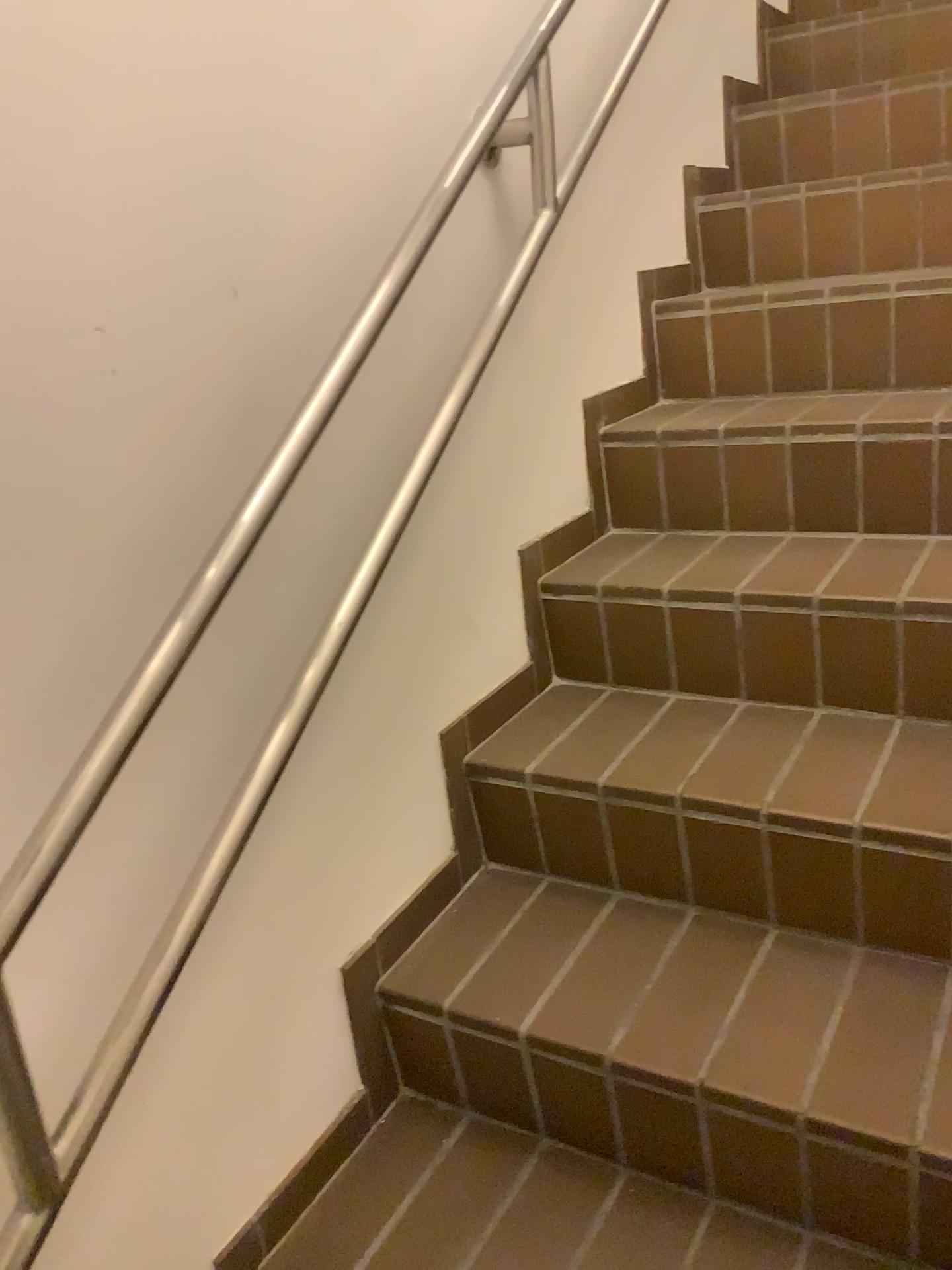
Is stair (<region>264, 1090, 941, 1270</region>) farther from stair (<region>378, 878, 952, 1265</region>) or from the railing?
the railing

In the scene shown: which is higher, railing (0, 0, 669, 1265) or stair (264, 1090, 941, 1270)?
railing (0, 0, 669, 1265)

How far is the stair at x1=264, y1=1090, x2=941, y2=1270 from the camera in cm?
114

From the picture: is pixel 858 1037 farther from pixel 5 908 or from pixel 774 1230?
pixel 5 908

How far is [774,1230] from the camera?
1.1m

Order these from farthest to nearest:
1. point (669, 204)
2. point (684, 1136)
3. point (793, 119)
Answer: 1. point (793, 119)
2. point (669, 204)
3. point (684, 1136)

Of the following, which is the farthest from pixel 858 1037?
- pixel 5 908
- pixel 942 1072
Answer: pixel 5 908
